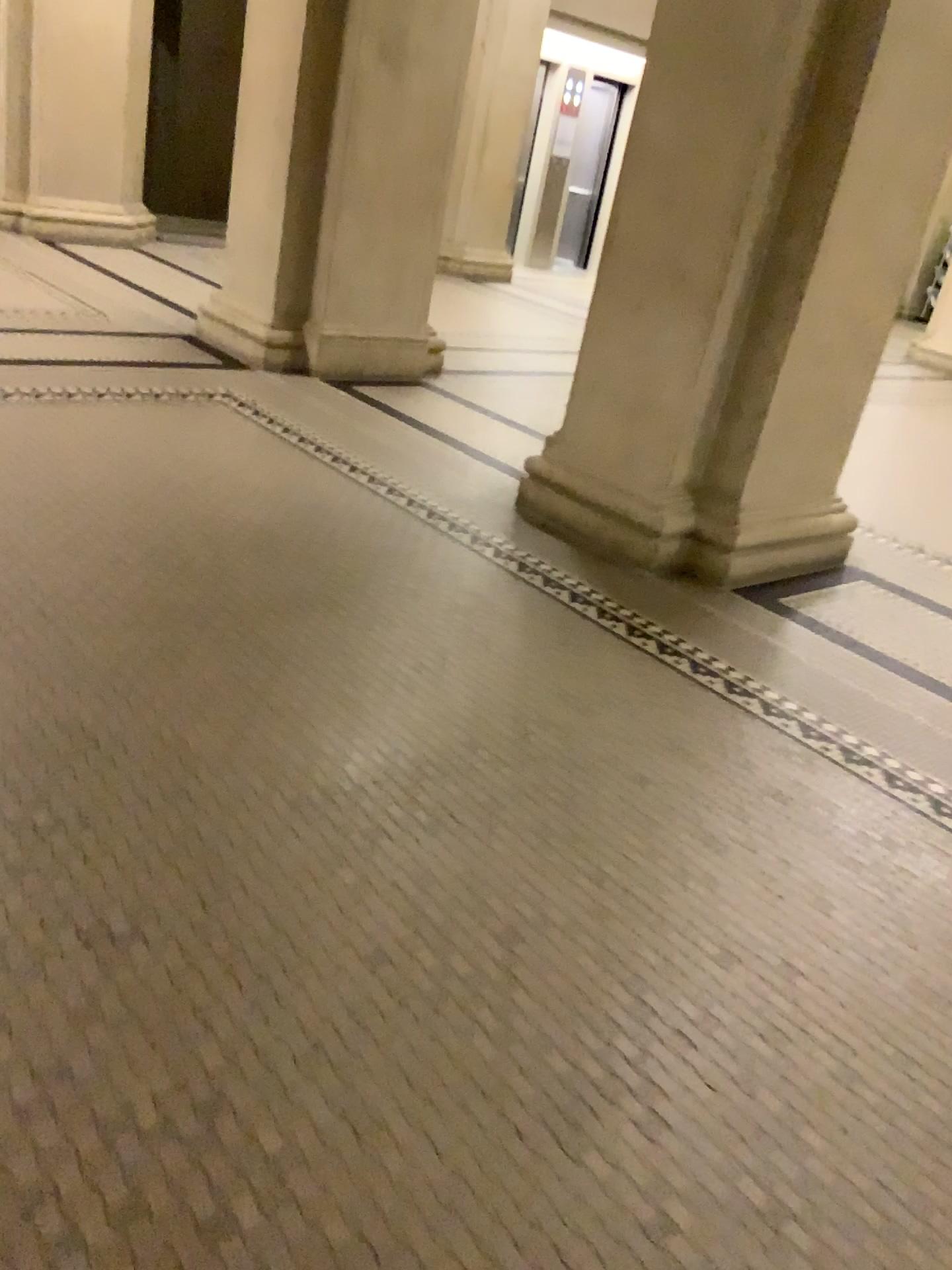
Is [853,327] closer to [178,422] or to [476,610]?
[476,610]
